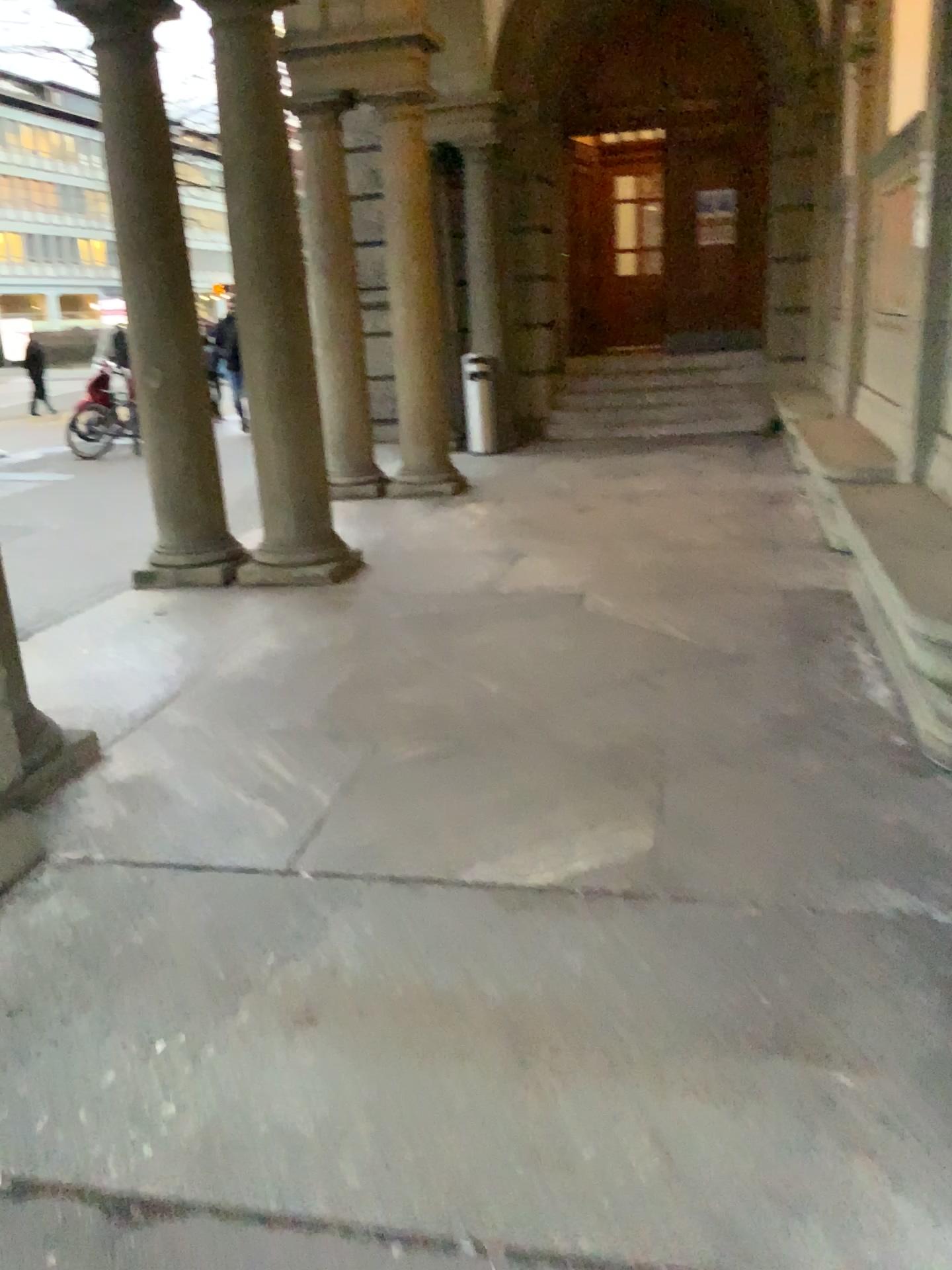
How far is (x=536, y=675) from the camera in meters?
4.2
